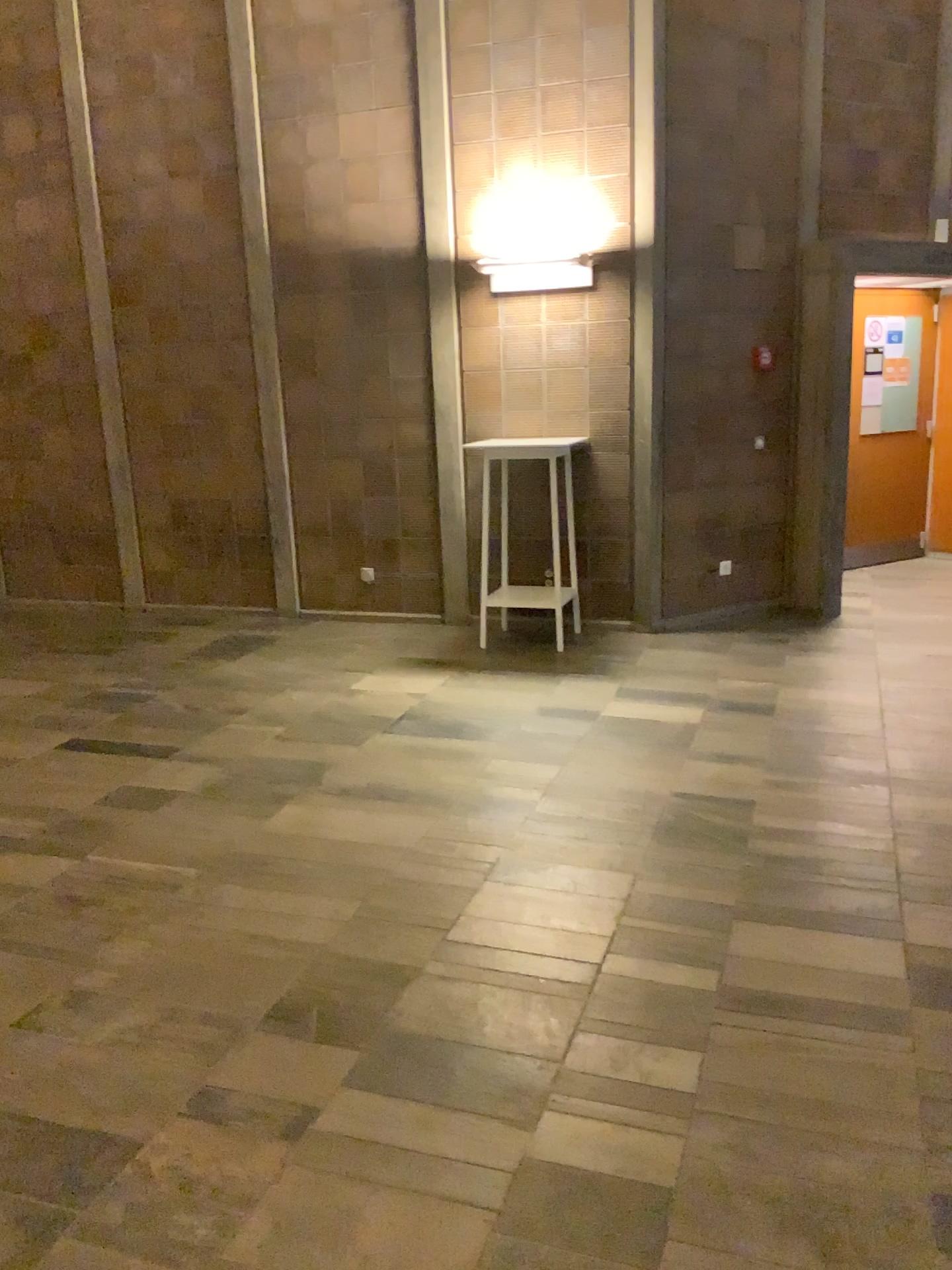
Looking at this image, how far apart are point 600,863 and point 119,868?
1.6m
